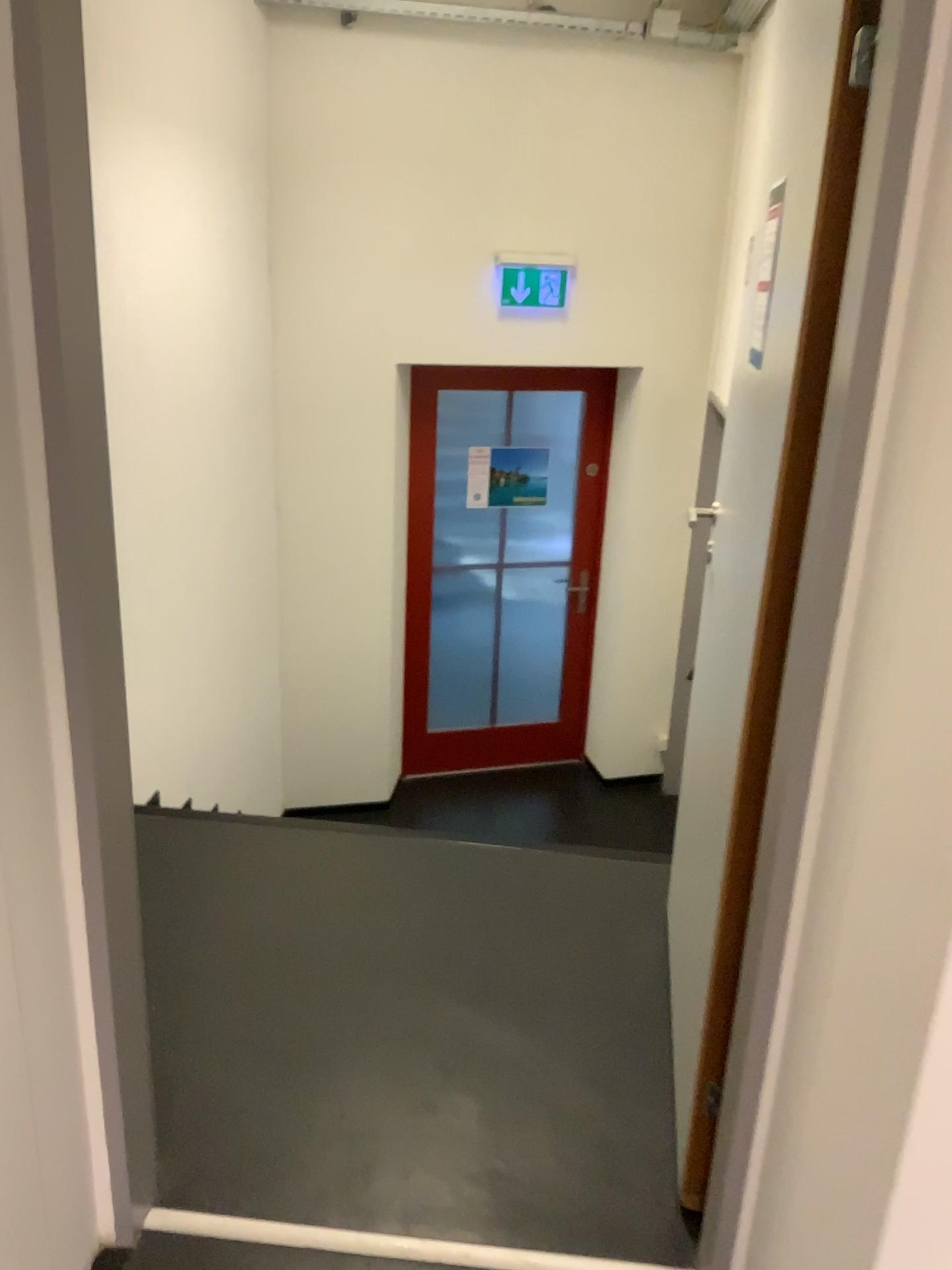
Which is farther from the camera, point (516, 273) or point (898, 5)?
point (516, 273)

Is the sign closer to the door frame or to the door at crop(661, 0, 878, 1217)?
the door at crop(661, 0, 878, 1217)

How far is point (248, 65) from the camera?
3.8m

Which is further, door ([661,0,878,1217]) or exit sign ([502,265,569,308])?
exit sign ([502,265,569,308])

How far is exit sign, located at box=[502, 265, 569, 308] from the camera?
4.5m

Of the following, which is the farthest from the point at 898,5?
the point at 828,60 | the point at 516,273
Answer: the point at 516,273

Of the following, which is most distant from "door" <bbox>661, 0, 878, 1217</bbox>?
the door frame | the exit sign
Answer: the exit sign

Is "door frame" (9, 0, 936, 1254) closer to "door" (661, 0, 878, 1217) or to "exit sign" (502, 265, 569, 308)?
"door" (661, 0, 878, 1217)

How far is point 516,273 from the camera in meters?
4.5 m
